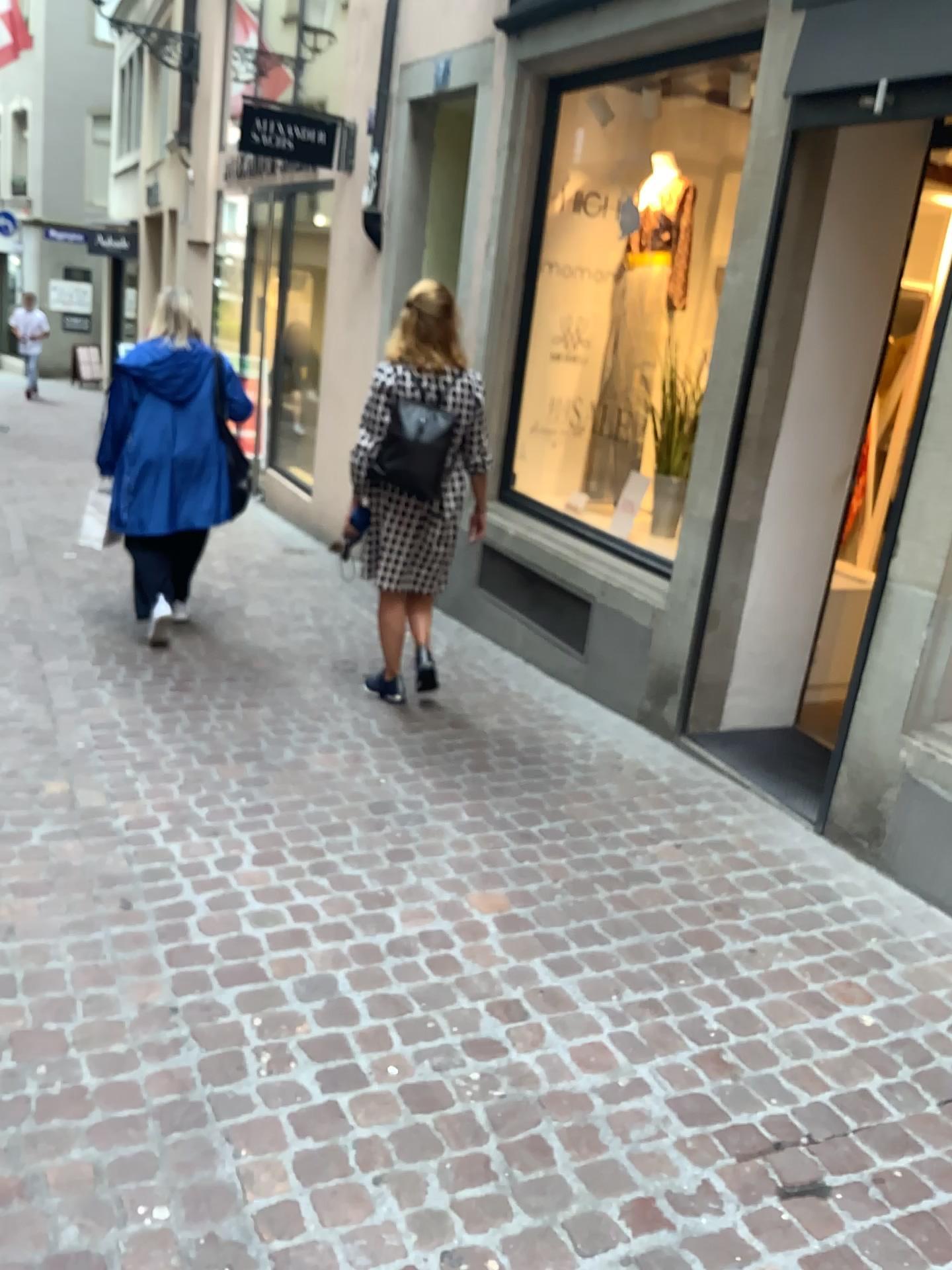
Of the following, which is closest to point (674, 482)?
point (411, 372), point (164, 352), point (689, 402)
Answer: point (689, 402)

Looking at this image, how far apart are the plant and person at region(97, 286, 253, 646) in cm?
191

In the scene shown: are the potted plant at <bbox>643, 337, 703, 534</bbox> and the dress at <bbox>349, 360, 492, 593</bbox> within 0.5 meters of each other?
no

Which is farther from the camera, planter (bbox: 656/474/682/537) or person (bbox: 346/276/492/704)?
planter (bbox: 656/474/682/537)

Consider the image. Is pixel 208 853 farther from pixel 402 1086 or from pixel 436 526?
pixel 436 526

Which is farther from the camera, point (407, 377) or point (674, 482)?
point (674, 482)

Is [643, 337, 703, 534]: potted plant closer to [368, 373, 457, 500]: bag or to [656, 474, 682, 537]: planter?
[656, 474, 682, 537]: planter

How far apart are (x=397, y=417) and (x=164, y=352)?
1.44m

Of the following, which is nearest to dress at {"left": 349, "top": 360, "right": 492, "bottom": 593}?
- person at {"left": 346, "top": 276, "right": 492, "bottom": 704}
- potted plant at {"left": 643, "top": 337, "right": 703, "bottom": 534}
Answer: person at {"left": 346, "top": 276, "right": 492, "bottom": 704}

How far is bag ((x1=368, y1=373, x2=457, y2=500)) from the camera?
3.87m
